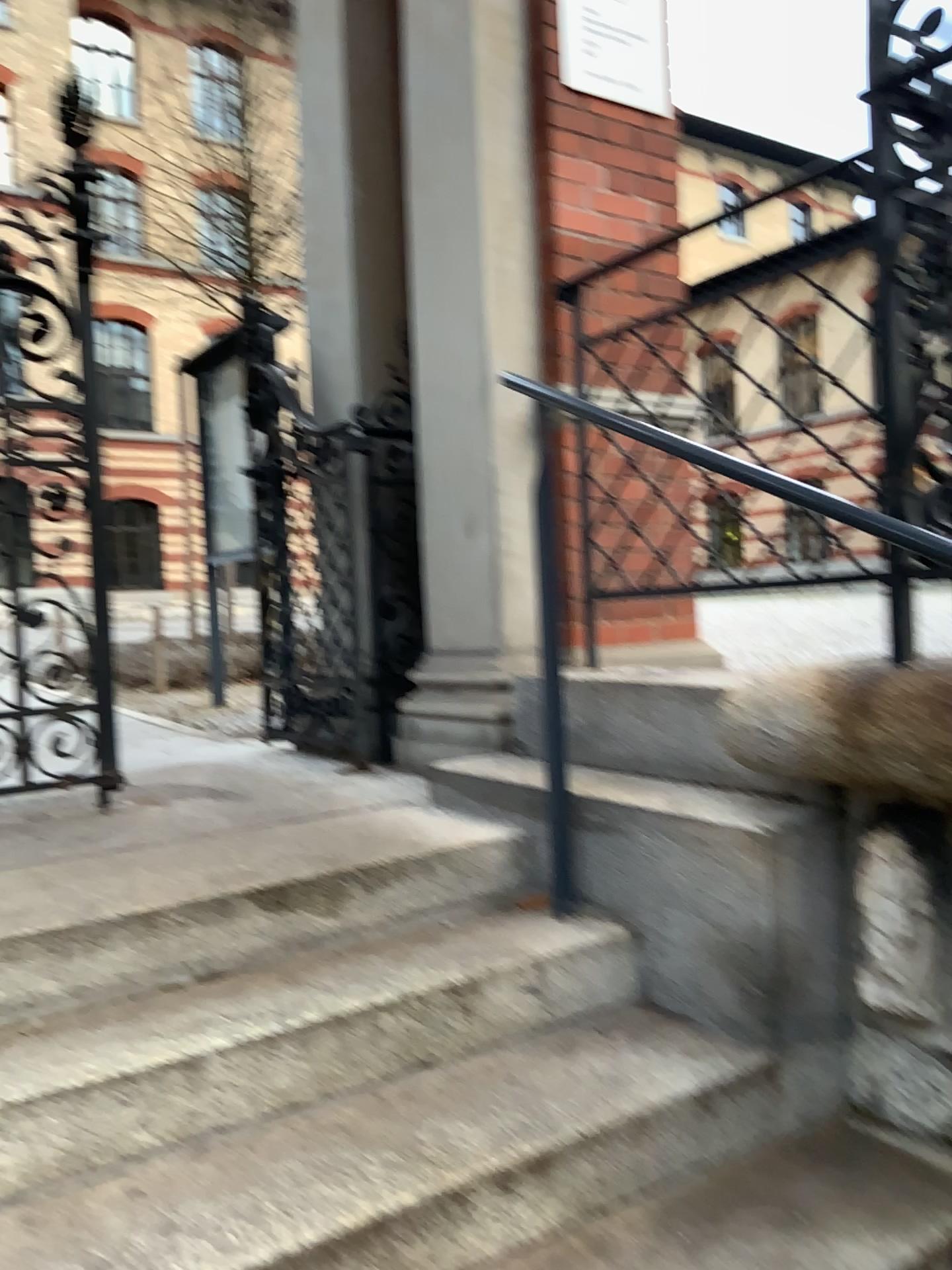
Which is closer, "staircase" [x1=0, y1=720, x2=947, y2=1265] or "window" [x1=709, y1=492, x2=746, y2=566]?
"staircase" [x1=0, y1=720, x2=947, y2=1265]

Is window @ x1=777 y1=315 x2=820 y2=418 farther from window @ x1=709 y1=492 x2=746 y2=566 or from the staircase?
the staircase

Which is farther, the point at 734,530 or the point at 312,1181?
the point at 734,530

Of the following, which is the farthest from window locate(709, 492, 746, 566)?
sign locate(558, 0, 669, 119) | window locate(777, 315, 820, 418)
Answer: sign locate(558, 0, 669, 119)

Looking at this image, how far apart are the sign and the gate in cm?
150

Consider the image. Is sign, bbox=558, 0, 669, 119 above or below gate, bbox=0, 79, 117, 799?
above

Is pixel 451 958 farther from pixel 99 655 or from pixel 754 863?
pixel 99 655

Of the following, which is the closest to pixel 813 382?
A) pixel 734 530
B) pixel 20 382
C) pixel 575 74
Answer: pixel 734 530

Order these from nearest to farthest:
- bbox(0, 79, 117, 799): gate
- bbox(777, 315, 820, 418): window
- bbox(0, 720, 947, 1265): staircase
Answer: bbox(0, 720, 947, 1265): staircase, bbox(777, 315, 820, 418): window, bbox(0, 79, 117, 799): gate

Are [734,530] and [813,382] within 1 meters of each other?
yes
